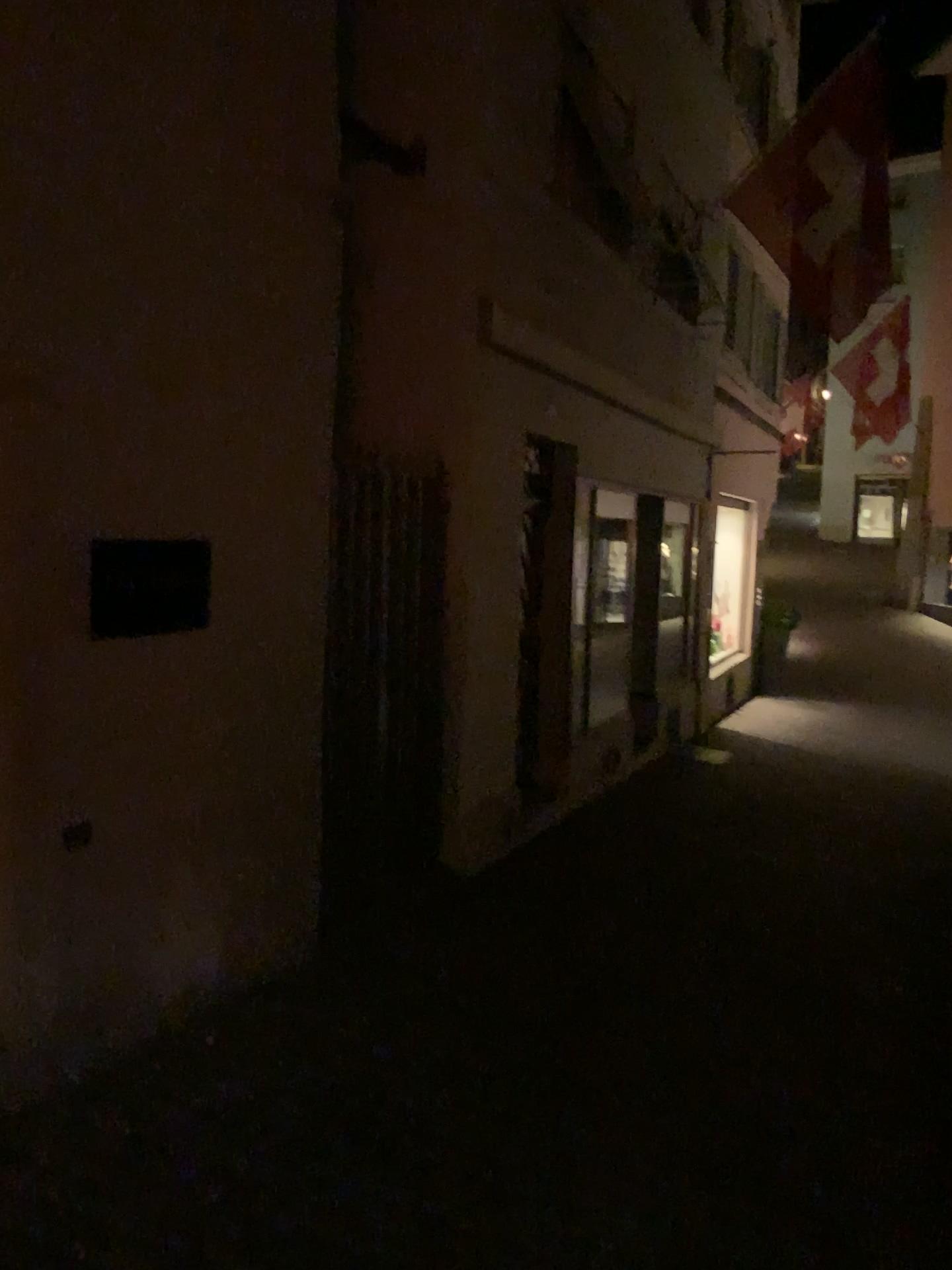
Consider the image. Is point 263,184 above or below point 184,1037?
above
